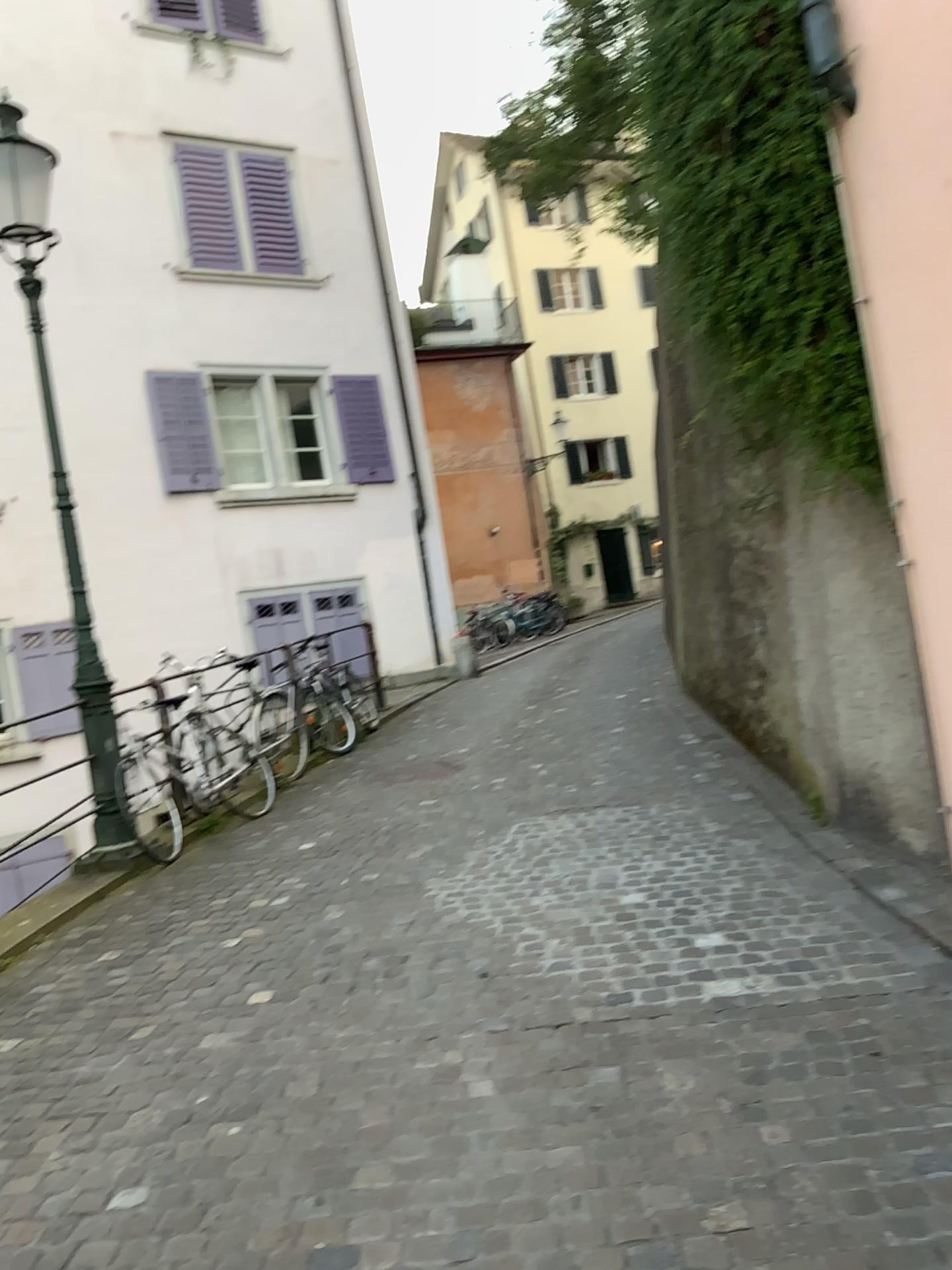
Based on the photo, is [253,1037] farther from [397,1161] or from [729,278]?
[729,278]
